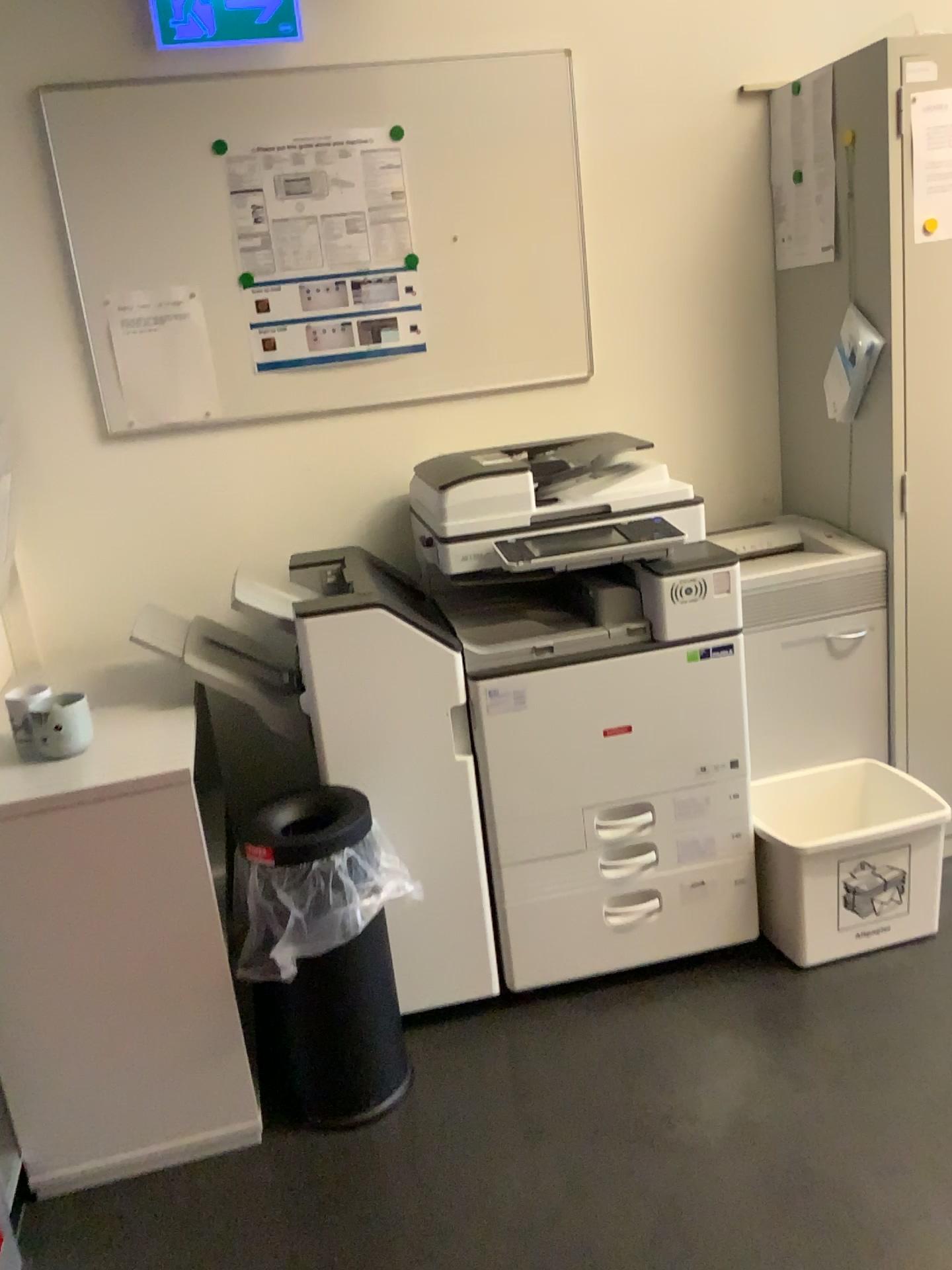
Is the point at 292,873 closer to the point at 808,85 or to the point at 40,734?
the point at 40,734

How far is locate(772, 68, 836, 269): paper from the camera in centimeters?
239cm

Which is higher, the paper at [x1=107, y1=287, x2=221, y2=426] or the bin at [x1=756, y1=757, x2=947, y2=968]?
the paper at [x1=107, y1=287, x2=221, y2=426]

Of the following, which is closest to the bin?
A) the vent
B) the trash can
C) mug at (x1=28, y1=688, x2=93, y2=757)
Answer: the vent

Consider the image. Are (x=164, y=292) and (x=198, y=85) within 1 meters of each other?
yes

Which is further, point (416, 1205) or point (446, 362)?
point (446, 362)

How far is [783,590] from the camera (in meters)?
2.41

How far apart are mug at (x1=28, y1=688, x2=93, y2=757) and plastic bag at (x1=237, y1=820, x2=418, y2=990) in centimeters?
40cm

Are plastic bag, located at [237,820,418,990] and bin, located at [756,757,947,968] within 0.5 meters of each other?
no

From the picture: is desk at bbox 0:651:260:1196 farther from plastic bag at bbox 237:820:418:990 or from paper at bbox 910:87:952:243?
paper at bbox 910:87:952:243
